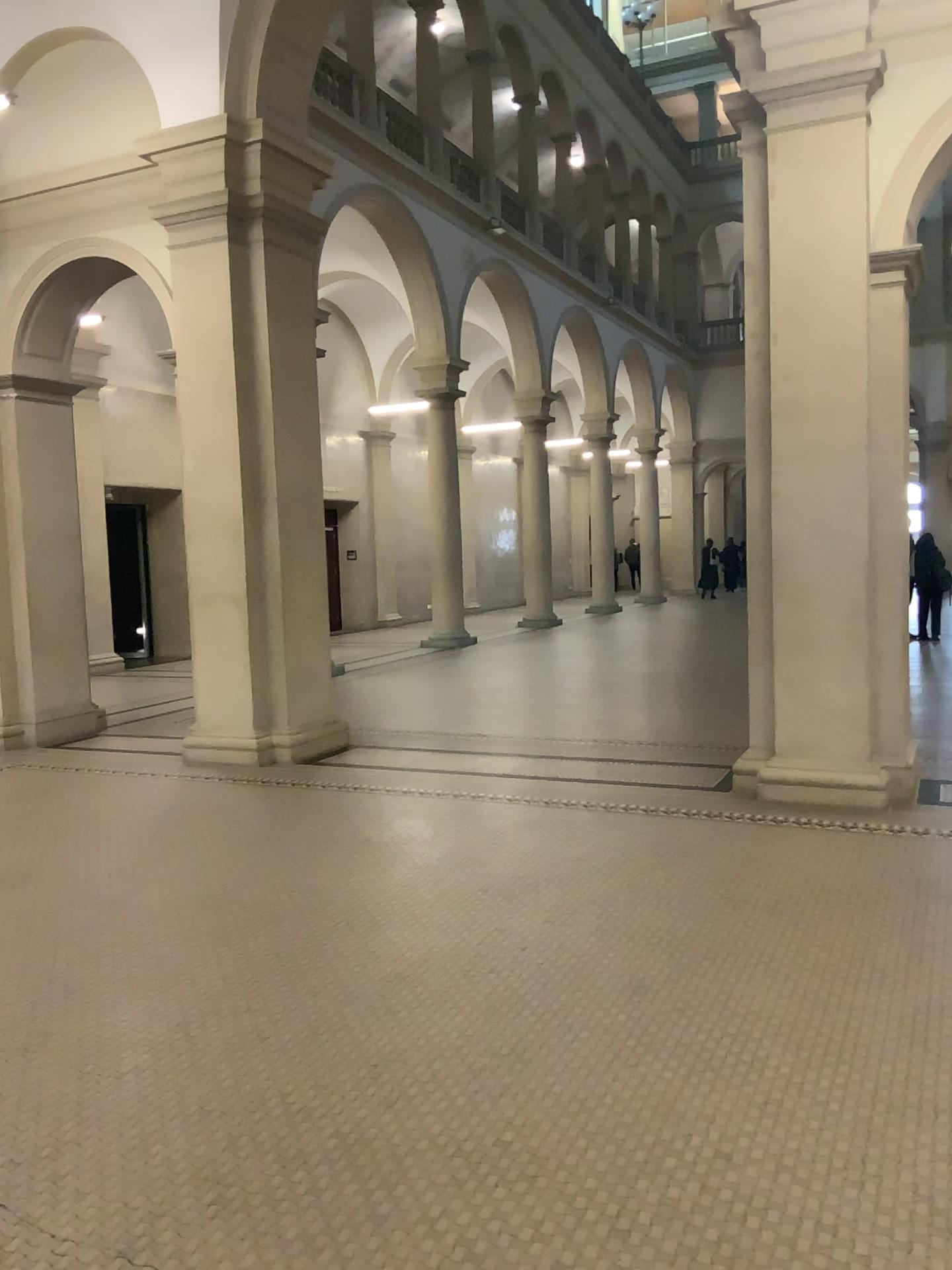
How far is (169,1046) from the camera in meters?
3.4
